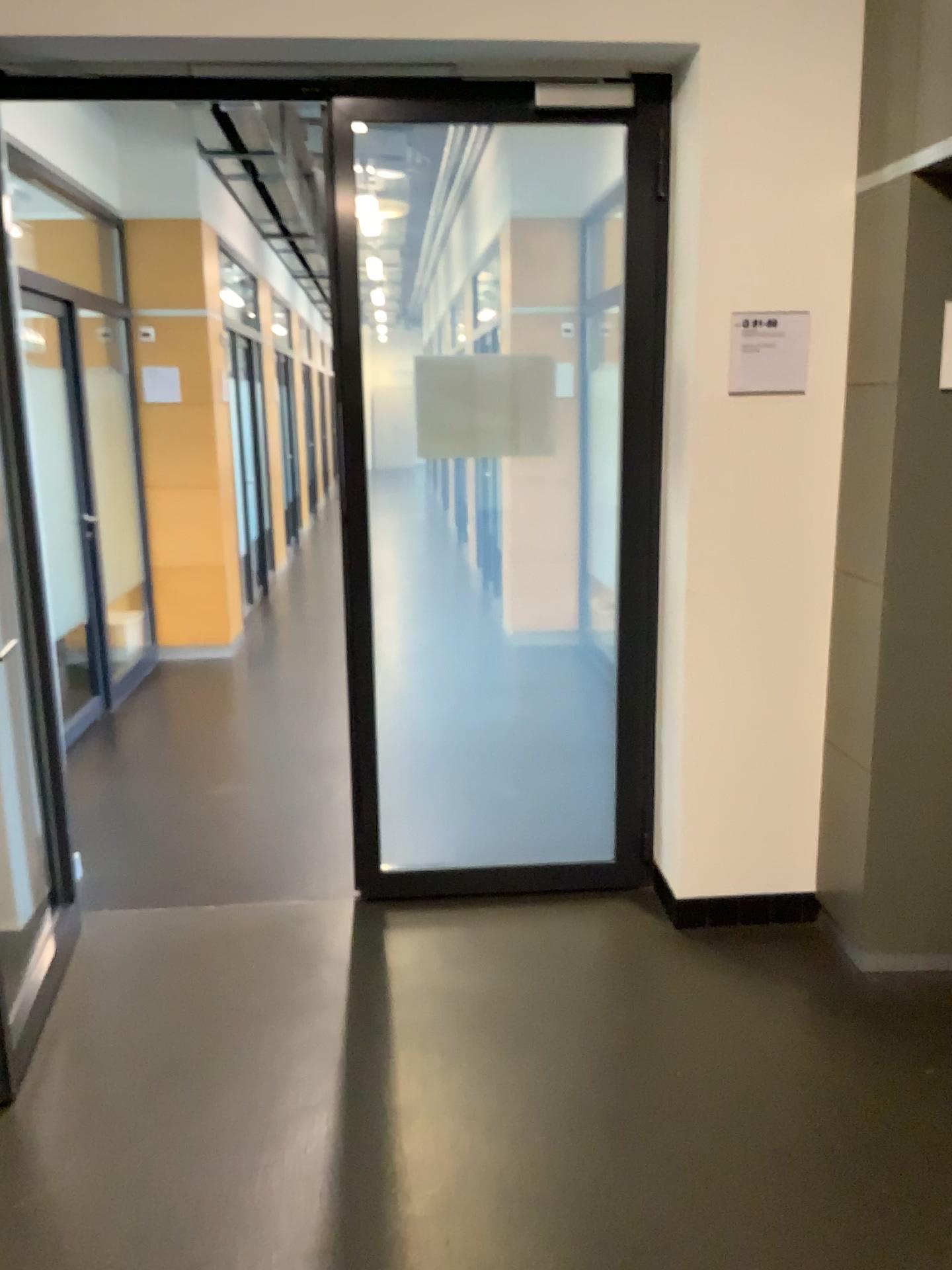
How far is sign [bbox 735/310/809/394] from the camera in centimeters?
289cm

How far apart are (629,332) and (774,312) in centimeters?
44cm

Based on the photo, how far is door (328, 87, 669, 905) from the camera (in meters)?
3.14

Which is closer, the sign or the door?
the sign

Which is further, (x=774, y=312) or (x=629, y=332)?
(x=629, y=332)

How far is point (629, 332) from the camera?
3.1m

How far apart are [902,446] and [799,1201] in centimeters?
177cm

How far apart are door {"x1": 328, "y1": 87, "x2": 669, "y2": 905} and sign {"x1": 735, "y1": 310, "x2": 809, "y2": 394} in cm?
31
